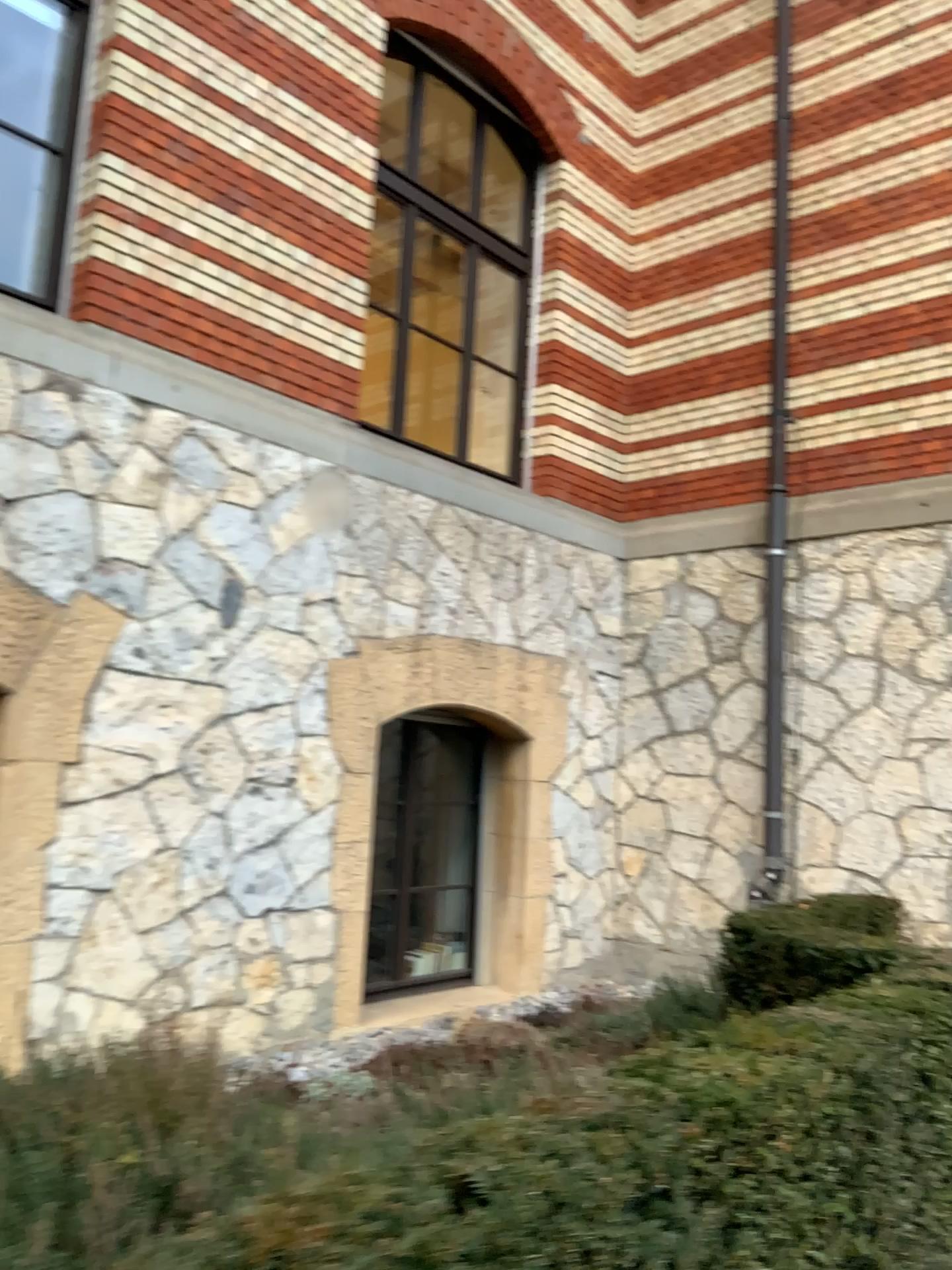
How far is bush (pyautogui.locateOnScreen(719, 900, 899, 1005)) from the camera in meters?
3.7

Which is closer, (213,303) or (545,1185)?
(545,1185)

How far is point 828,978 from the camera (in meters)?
3.73
